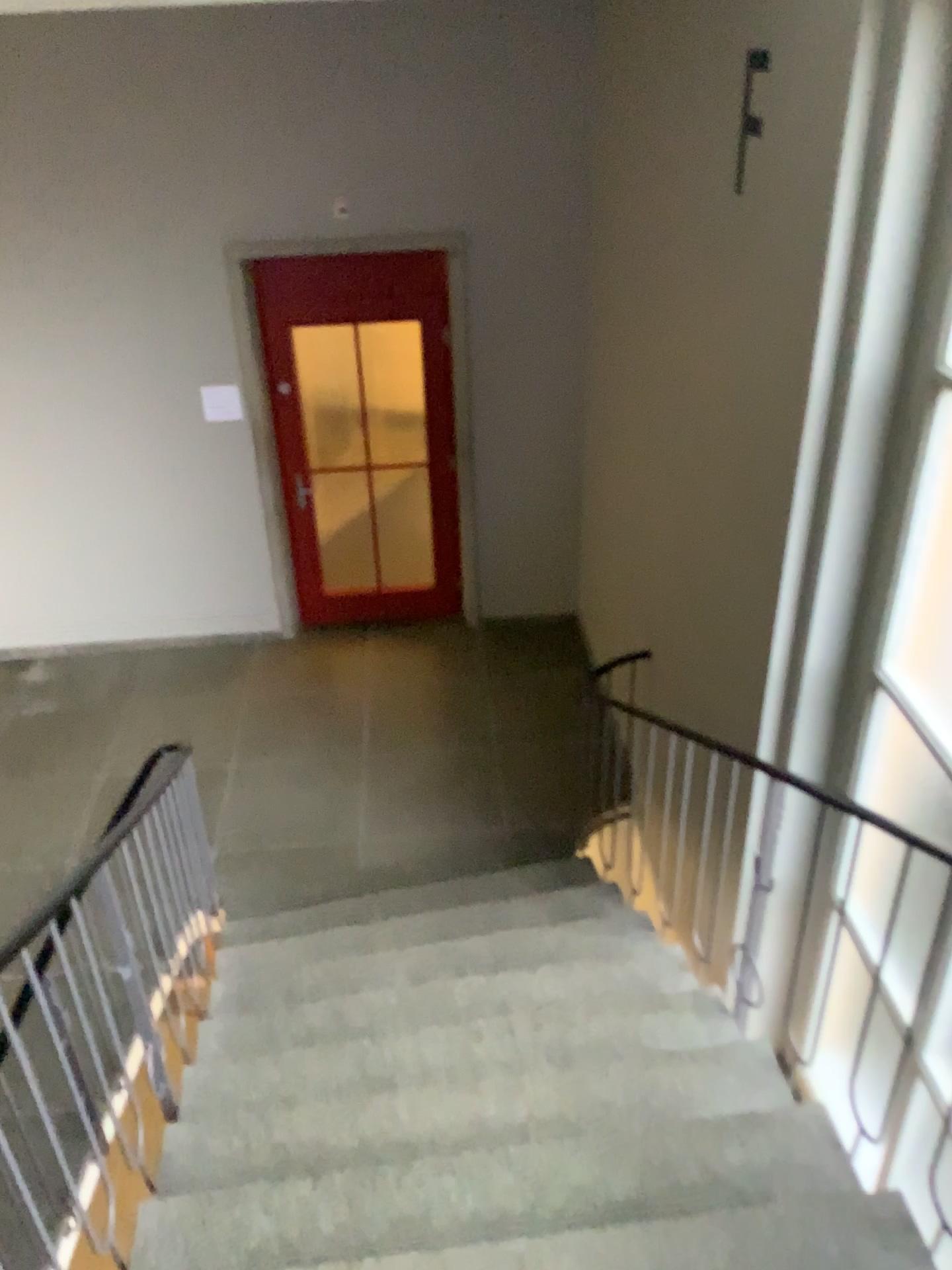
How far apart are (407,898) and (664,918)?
1.1m
